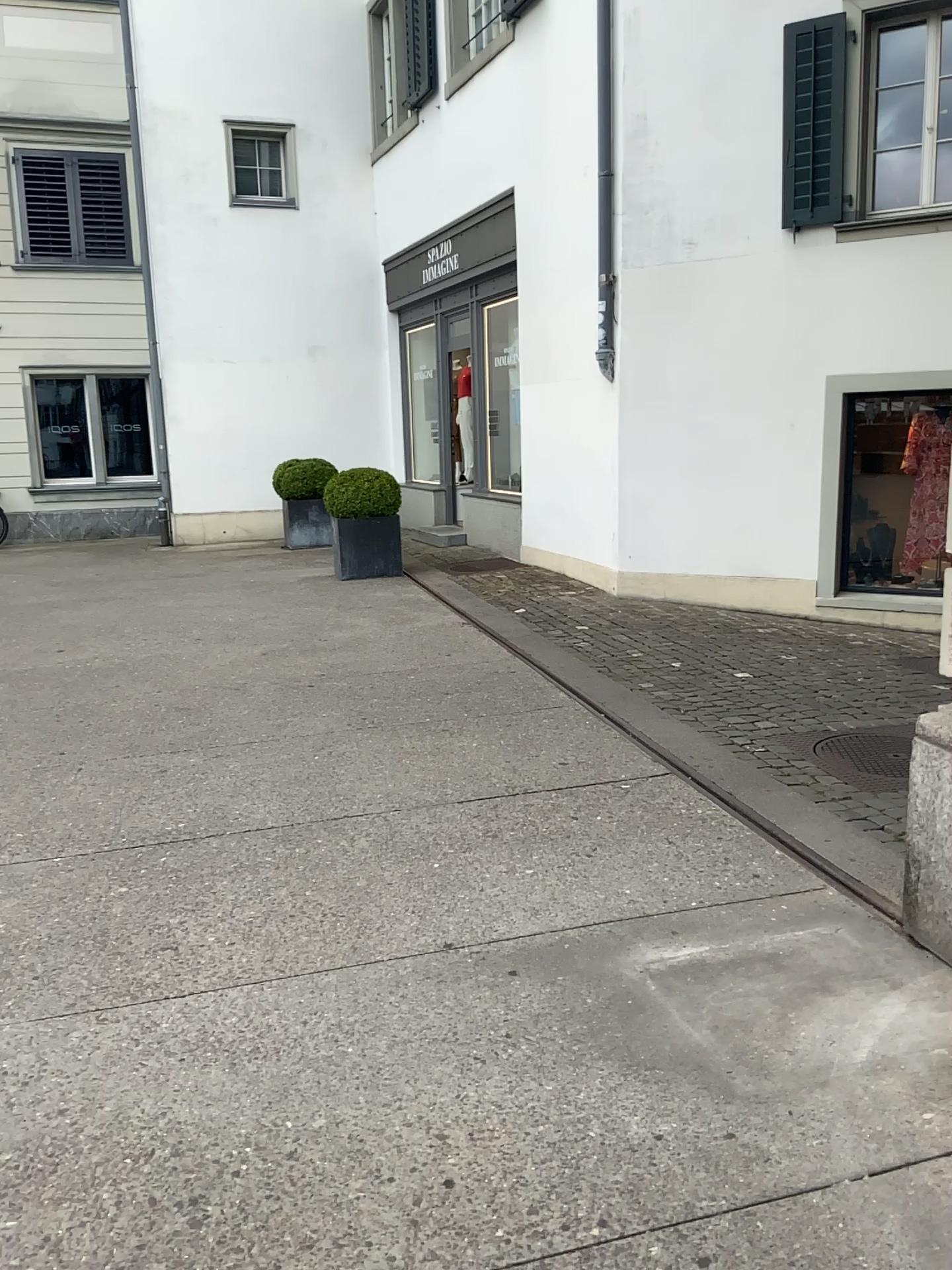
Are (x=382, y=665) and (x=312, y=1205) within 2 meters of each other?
no
